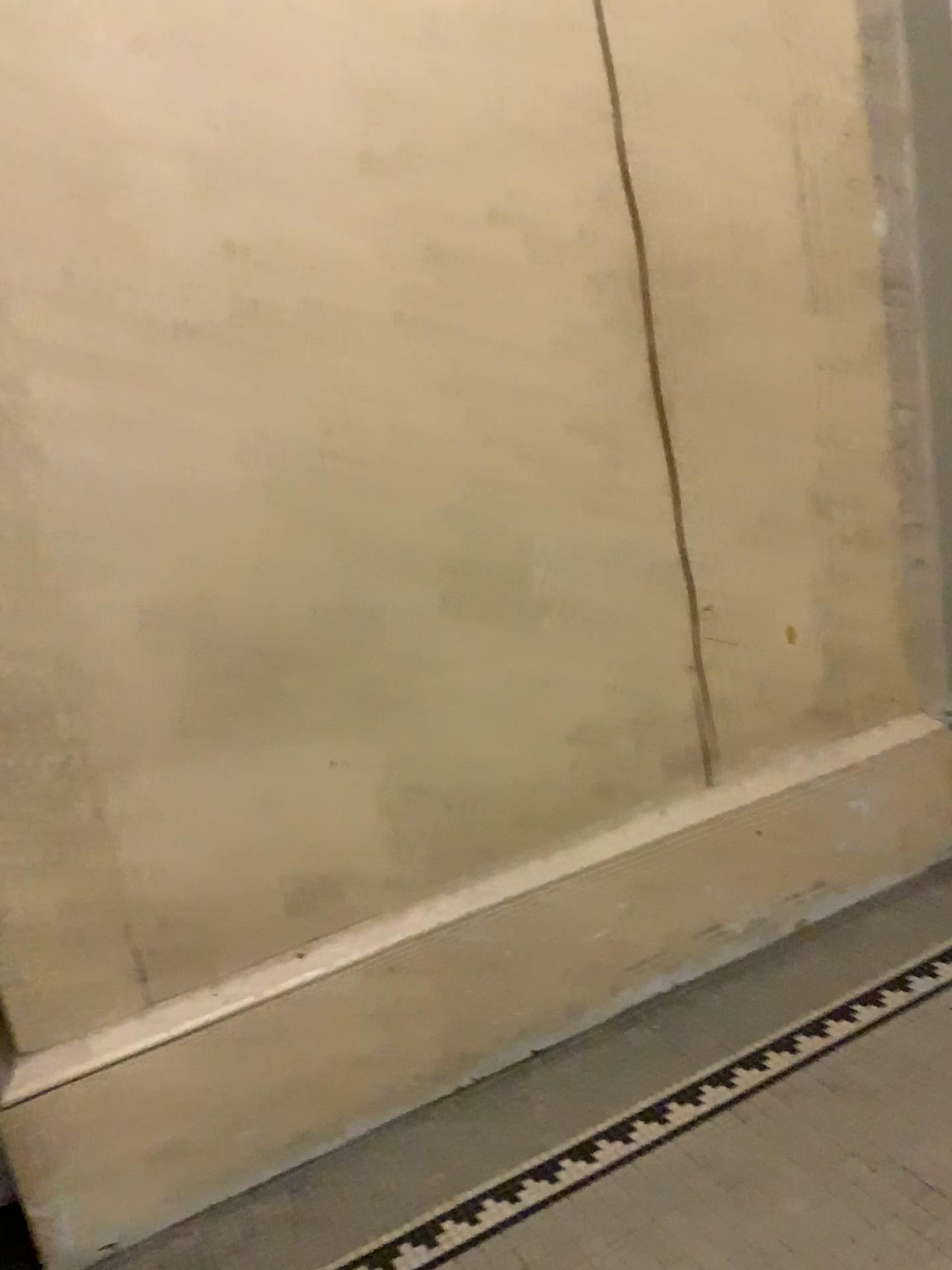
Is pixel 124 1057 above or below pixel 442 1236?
above

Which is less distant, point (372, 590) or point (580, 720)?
point (372, 590)
